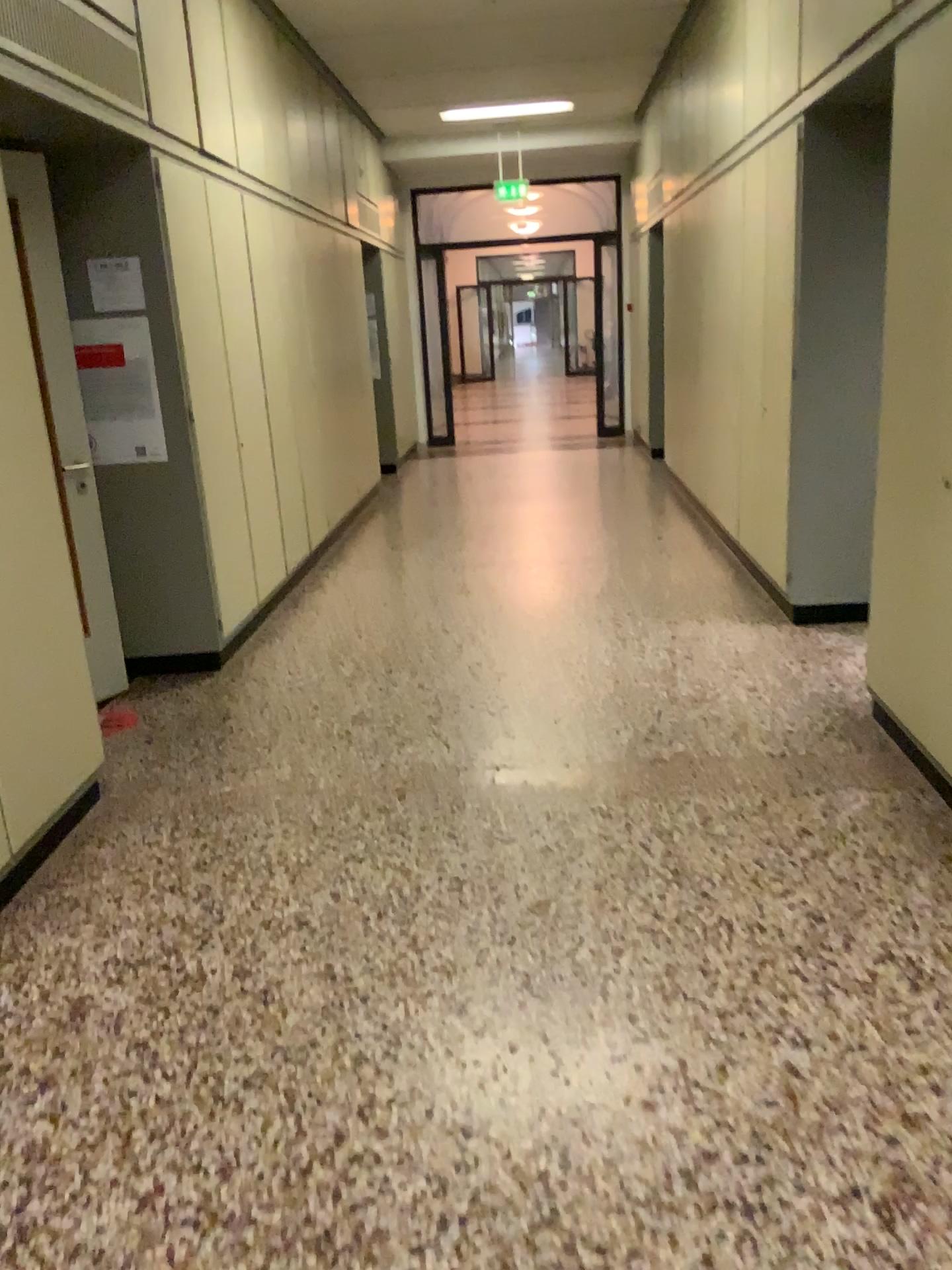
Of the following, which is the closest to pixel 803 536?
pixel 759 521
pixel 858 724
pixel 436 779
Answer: pixel 759 521

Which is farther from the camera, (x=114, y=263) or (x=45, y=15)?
(x=114, y=263)

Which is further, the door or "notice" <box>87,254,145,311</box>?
"notice" <box>87,254,145,311</box>

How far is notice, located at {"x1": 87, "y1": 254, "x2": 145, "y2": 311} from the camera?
4.3m

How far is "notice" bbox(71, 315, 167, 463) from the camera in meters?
4.3 m

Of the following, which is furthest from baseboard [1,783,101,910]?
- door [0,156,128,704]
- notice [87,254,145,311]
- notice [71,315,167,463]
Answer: notice [87,254,145,311]

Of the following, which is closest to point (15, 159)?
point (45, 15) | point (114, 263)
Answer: point (45, 15)

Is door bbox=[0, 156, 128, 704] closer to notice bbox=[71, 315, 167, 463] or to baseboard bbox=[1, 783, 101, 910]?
notice bbox=[71, 315, 167, 463]

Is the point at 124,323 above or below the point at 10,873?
above

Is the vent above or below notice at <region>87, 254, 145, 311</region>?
above
